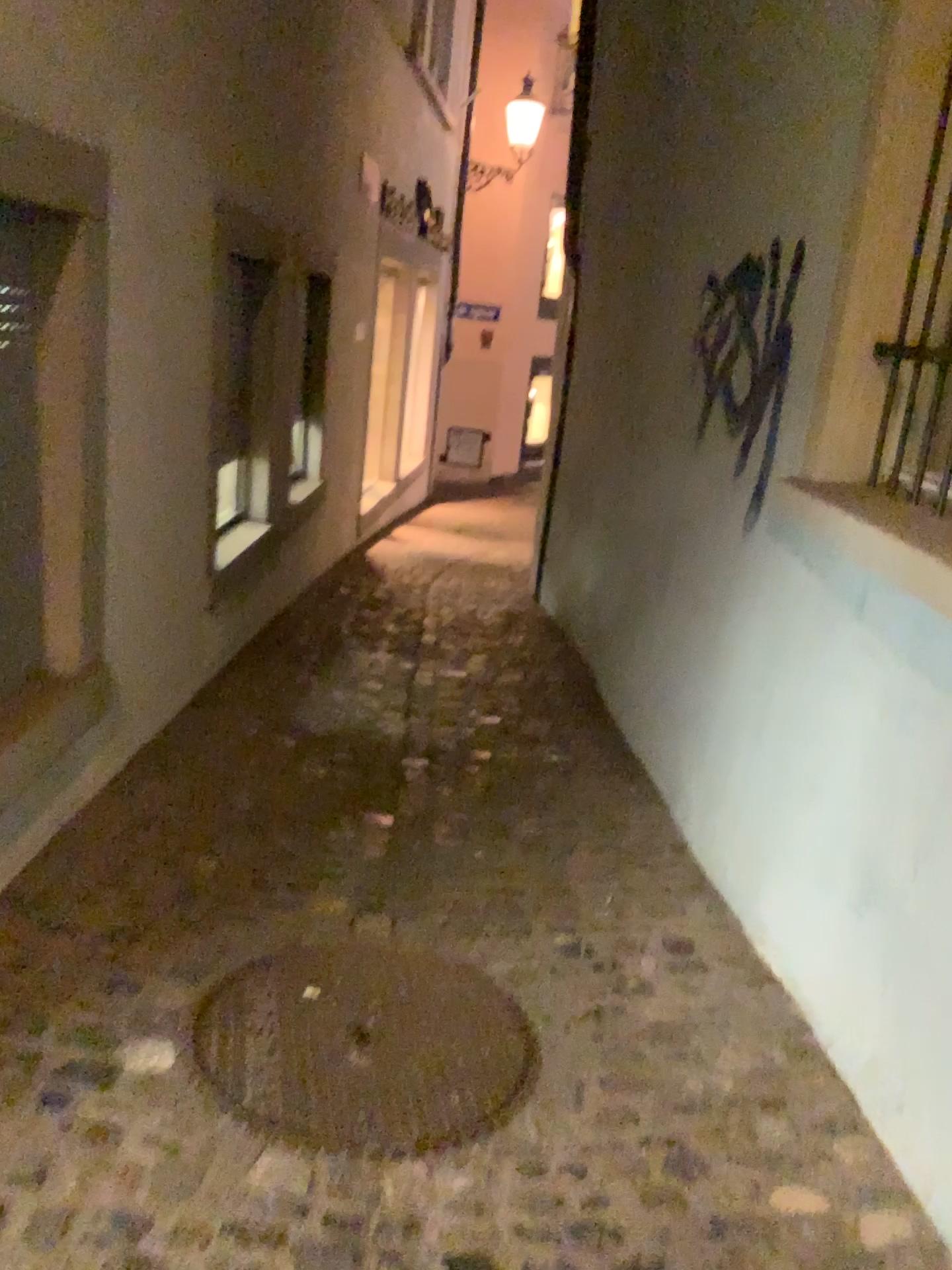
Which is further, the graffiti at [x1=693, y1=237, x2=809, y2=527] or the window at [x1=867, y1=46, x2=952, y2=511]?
the graffiti at [x1=693, y1=237, x2=809, y2=527]

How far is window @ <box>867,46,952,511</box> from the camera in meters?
2.3

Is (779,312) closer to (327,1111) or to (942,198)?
(942,198)

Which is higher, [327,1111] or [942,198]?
[942,198]

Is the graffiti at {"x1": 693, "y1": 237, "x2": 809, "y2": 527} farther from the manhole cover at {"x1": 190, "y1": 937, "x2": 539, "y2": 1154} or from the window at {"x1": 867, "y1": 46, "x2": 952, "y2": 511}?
the manhole cover at {"x1": 190, "y1": 937, "x2": 539, "y2": 1154}

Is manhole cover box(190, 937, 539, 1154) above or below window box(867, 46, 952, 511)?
below

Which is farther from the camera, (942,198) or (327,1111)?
(942,198)

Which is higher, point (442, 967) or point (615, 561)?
point (615, 561)

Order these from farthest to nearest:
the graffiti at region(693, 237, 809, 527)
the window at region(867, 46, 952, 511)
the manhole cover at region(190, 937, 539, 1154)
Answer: the graffiti at region(693, 237, 809, 527) < the window at region(867, 46, 952, 511) < the manhole cover at region(190, 937, 539, 1154)

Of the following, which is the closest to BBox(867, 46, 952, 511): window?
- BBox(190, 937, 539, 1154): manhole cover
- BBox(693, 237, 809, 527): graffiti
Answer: BBox(693, 237, 809, 527): graffiti
